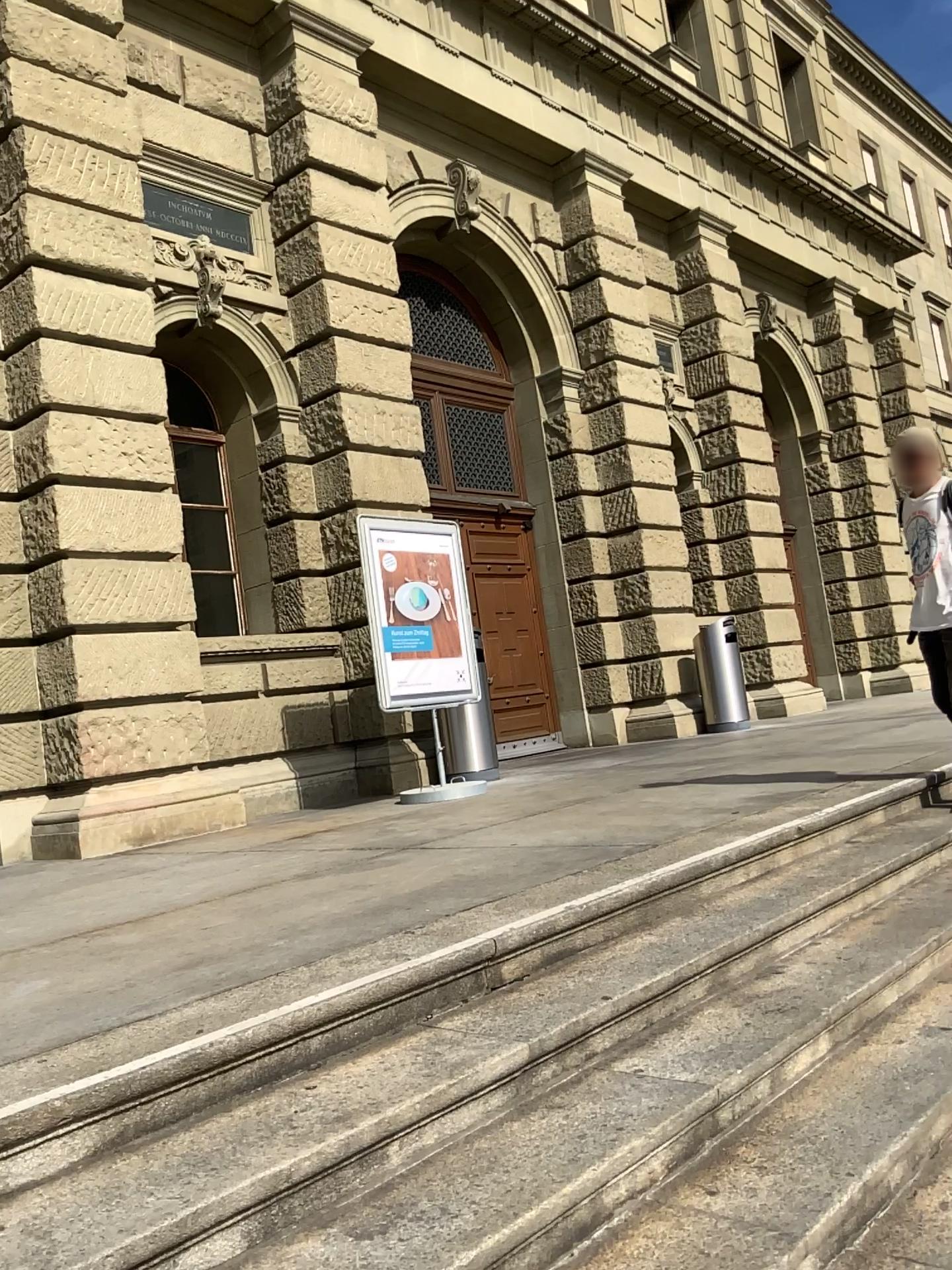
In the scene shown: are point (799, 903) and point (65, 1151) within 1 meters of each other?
no
